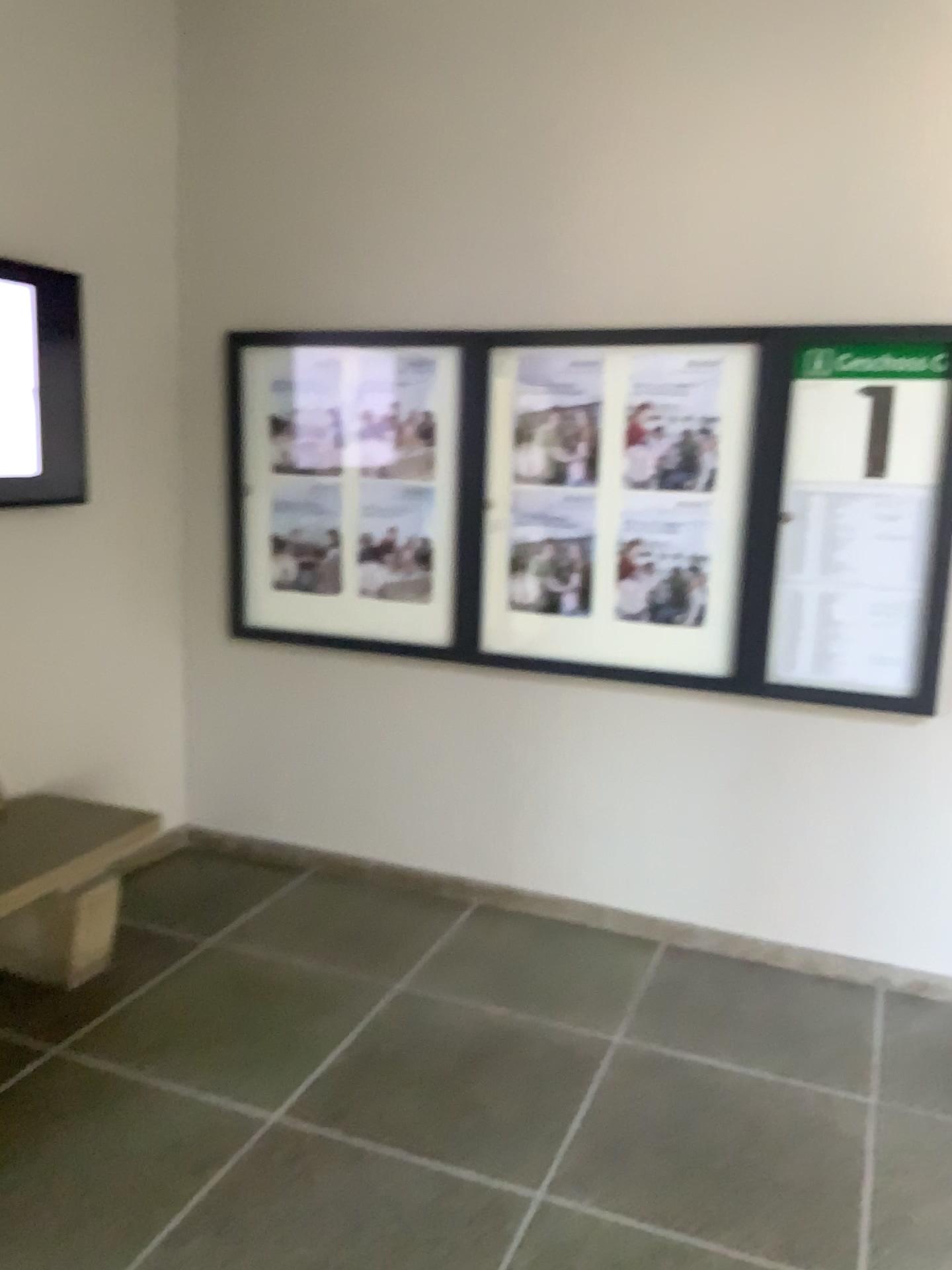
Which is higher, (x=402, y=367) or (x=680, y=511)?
(x=402, y=367)

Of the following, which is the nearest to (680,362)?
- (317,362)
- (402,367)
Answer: (402,367)

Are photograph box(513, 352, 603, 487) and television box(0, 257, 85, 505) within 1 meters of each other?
no

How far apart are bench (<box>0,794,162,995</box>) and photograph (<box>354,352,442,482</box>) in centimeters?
→ 140cm

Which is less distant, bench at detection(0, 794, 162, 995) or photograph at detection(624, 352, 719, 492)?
Answer: bench at detection(0, 794, 162, 995)

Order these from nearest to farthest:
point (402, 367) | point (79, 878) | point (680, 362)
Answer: point (79, 878) → point (680, 362) → point (402, 367)

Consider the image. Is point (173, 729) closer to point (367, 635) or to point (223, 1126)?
point (367, 635)

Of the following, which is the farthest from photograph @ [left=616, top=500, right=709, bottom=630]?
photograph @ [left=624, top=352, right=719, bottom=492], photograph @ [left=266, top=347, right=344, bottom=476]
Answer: photograph @ [left=266, top=347, right=344, bottom=476]

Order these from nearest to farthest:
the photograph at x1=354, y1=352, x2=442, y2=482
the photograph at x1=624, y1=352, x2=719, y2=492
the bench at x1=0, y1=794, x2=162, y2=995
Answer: the bench at x1=0, y1=794, x2=162, y2=995, the photograph at x1=624, y1=352, x2=719, y2=492, the photograph at x1=354, y1=352, x2=442, y2=482

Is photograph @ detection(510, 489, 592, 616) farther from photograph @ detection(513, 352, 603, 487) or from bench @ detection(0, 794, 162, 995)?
bench @ detection(0, 794, 162, 995)
